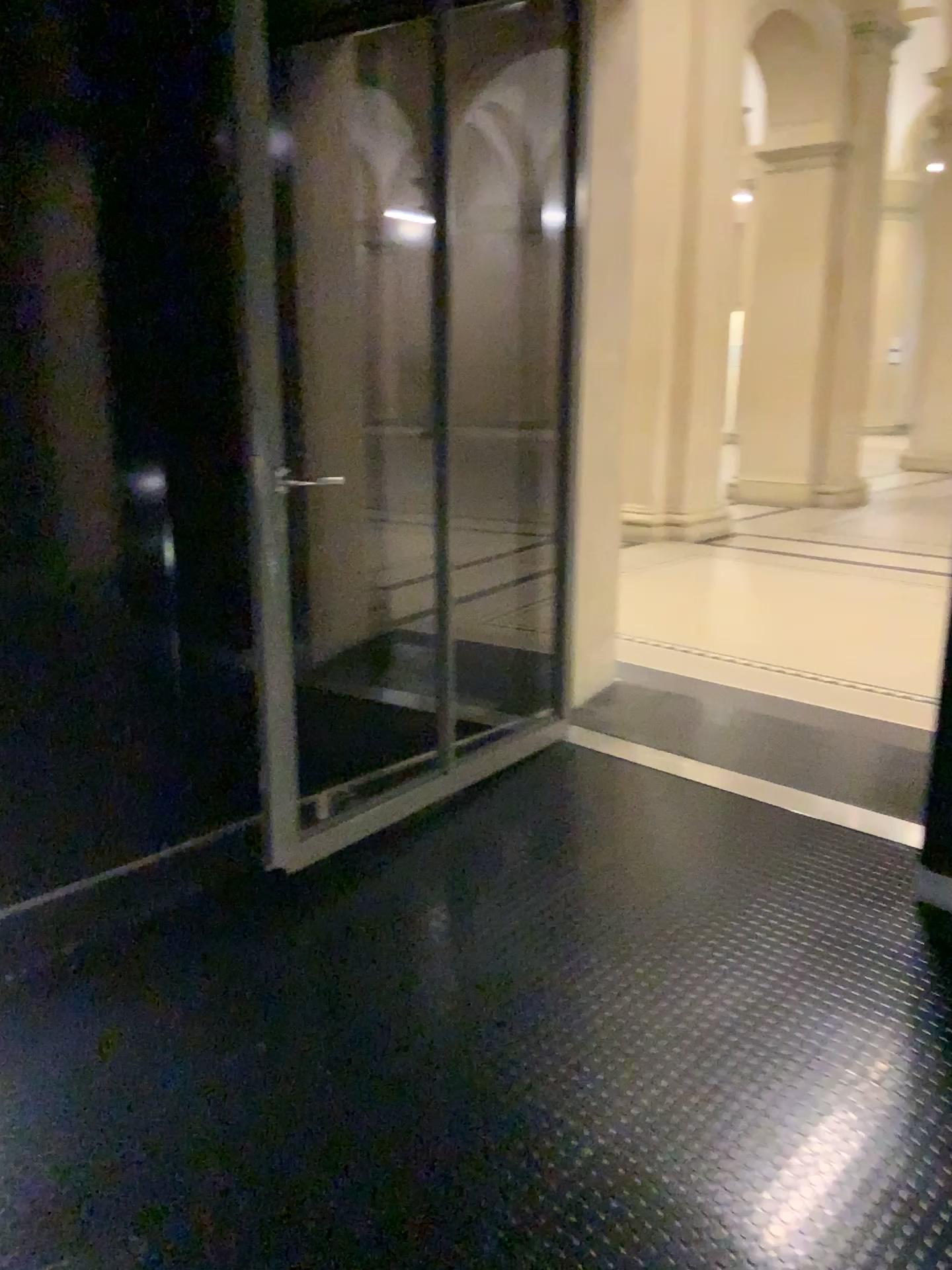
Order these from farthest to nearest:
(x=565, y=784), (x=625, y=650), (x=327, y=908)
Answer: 1. (x=625, y=650)
2. (x=565, y=784)
3. (x=327, y=908)
